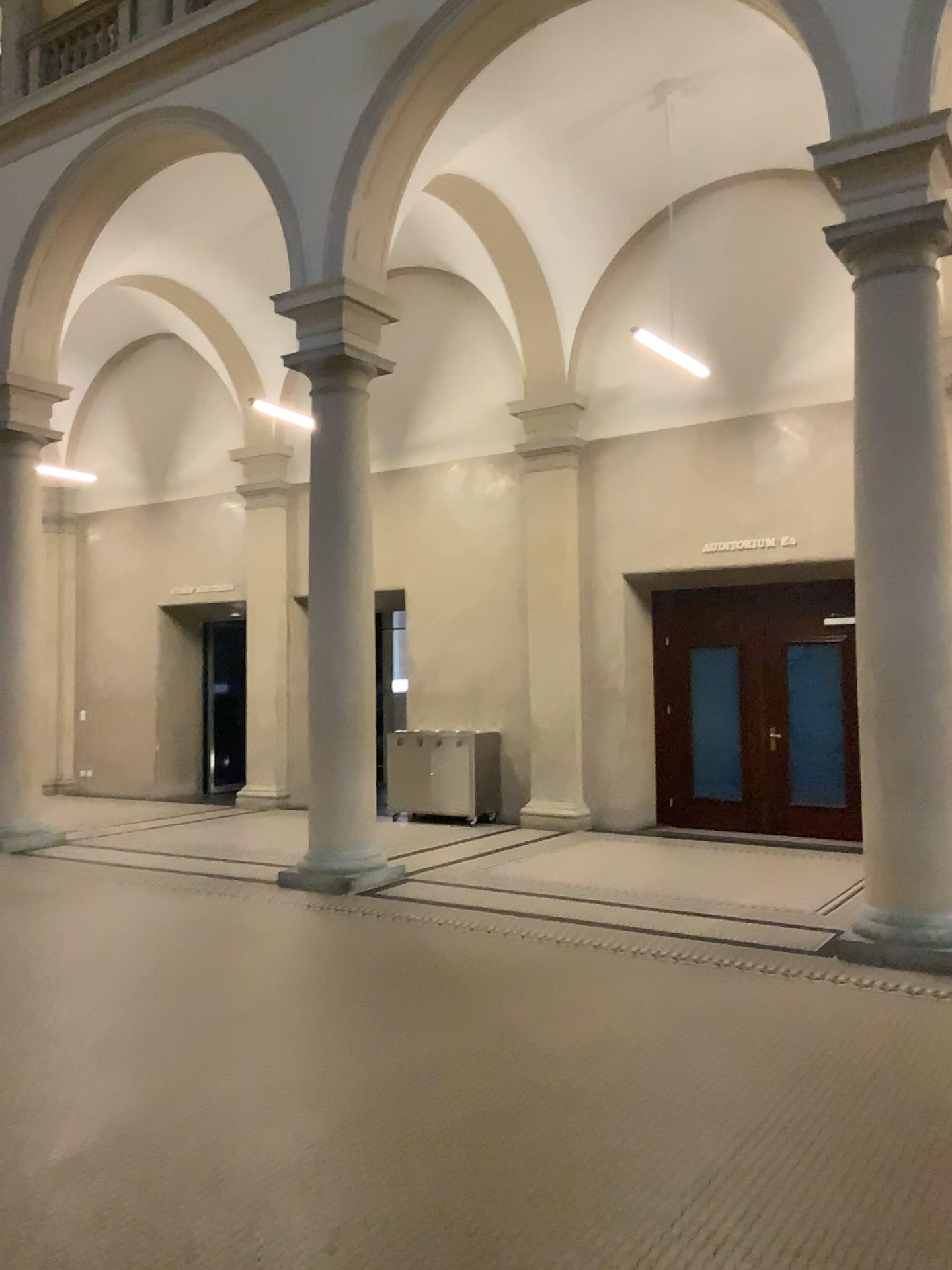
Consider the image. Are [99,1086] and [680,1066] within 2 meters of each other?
no
